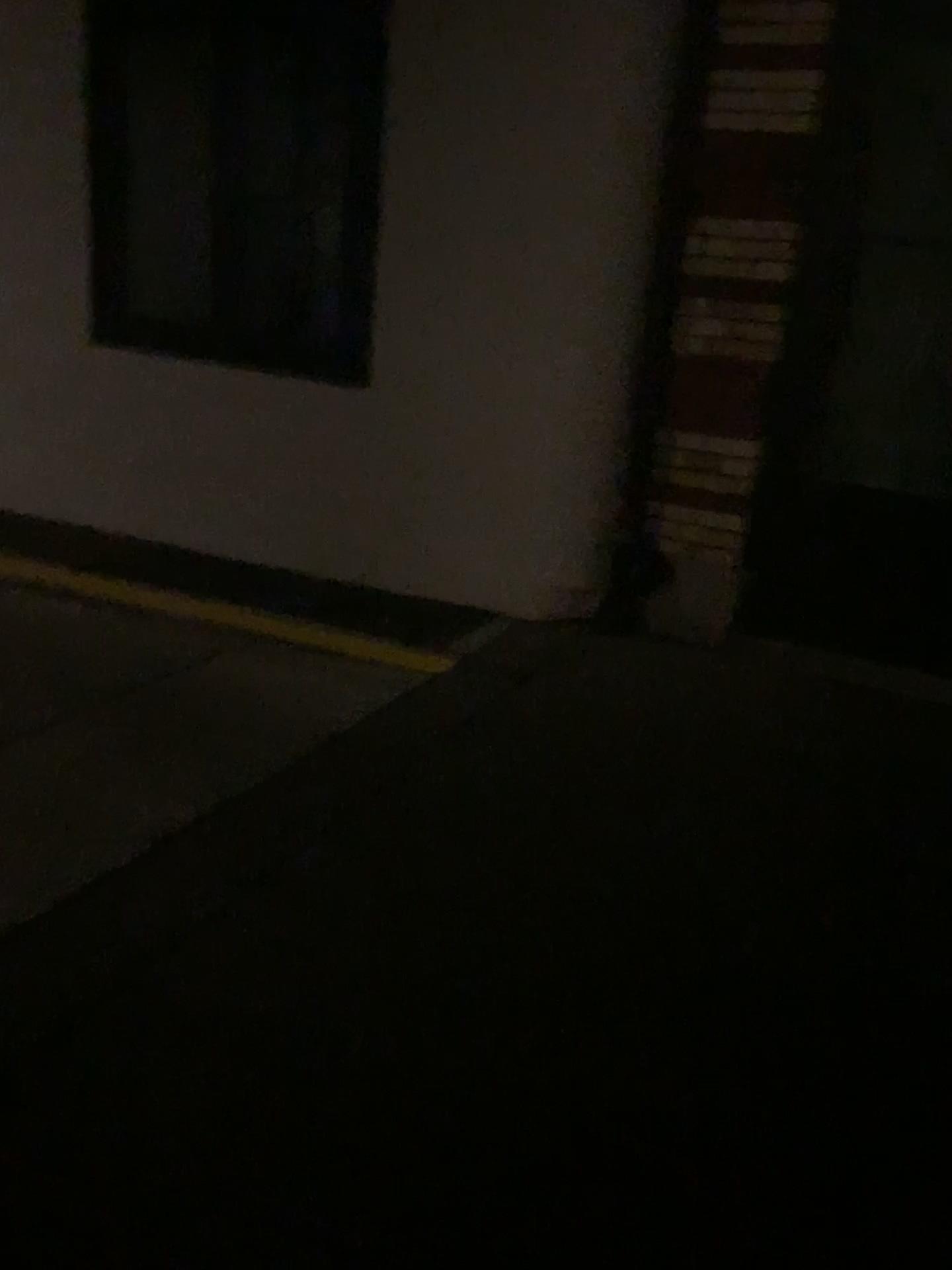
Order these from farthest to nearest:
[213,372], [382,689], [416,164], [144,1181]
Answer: [213,372] < [416,164] < [382,689] < [144,1181]

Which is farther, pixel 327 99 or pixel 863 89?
pixel 327 99

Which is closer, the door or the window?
the door
